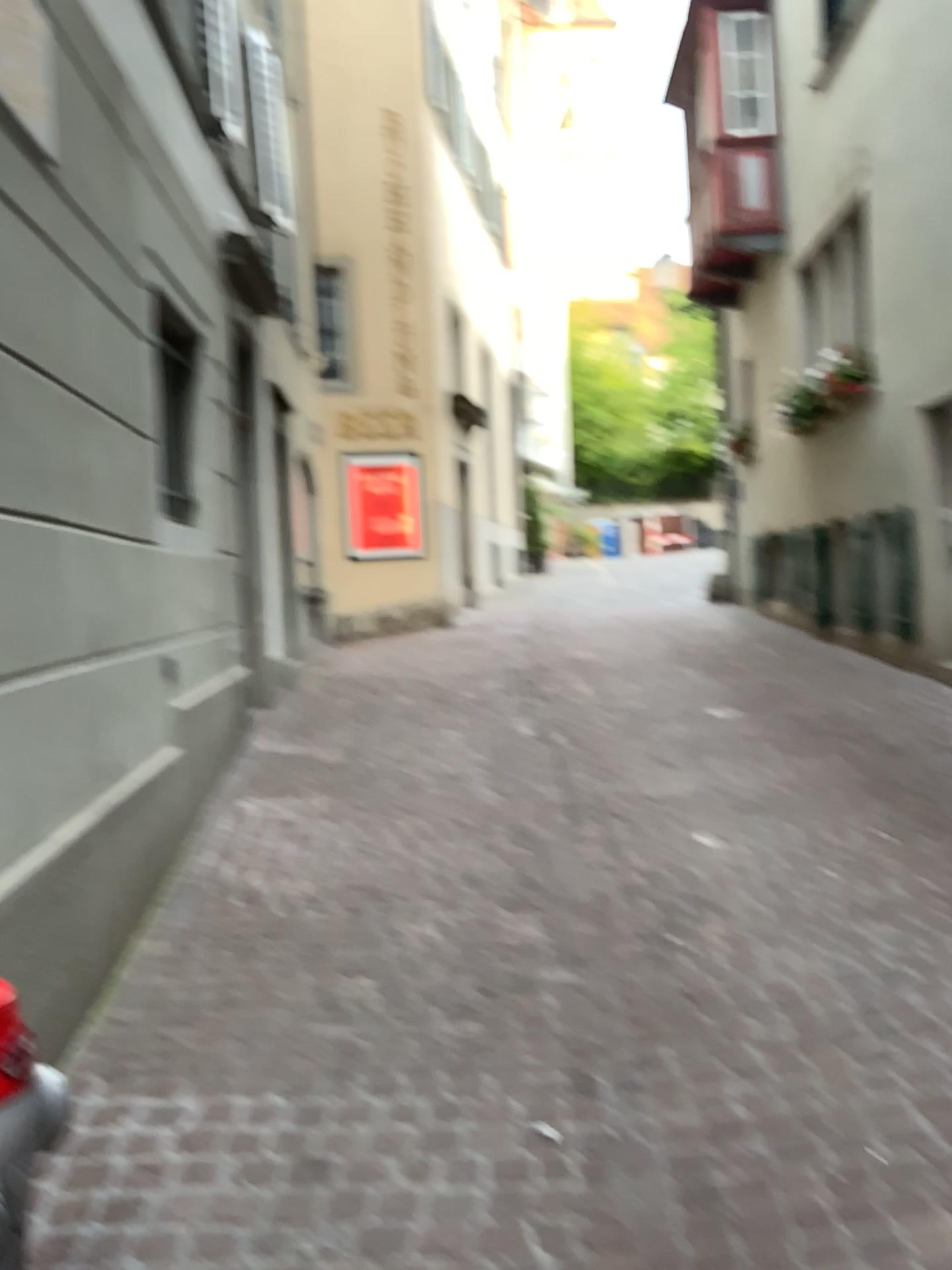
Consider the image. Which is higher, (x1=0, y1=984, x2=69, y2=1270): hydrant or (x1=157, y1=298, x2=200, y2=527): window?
(x1=157, y1=298, x2=200, y2=527): window

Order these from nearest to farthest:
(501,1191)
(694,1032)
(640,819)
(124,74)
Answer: (501,1191)
(694,1032)
(124,74)
(640,819)

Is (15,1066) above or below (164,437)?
below

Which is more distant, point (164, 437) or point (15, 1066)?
point (164, 437)

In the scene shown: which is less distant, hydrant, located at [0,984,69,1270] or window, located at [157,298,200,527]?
hydrant, located at [0,984,69,1270]
